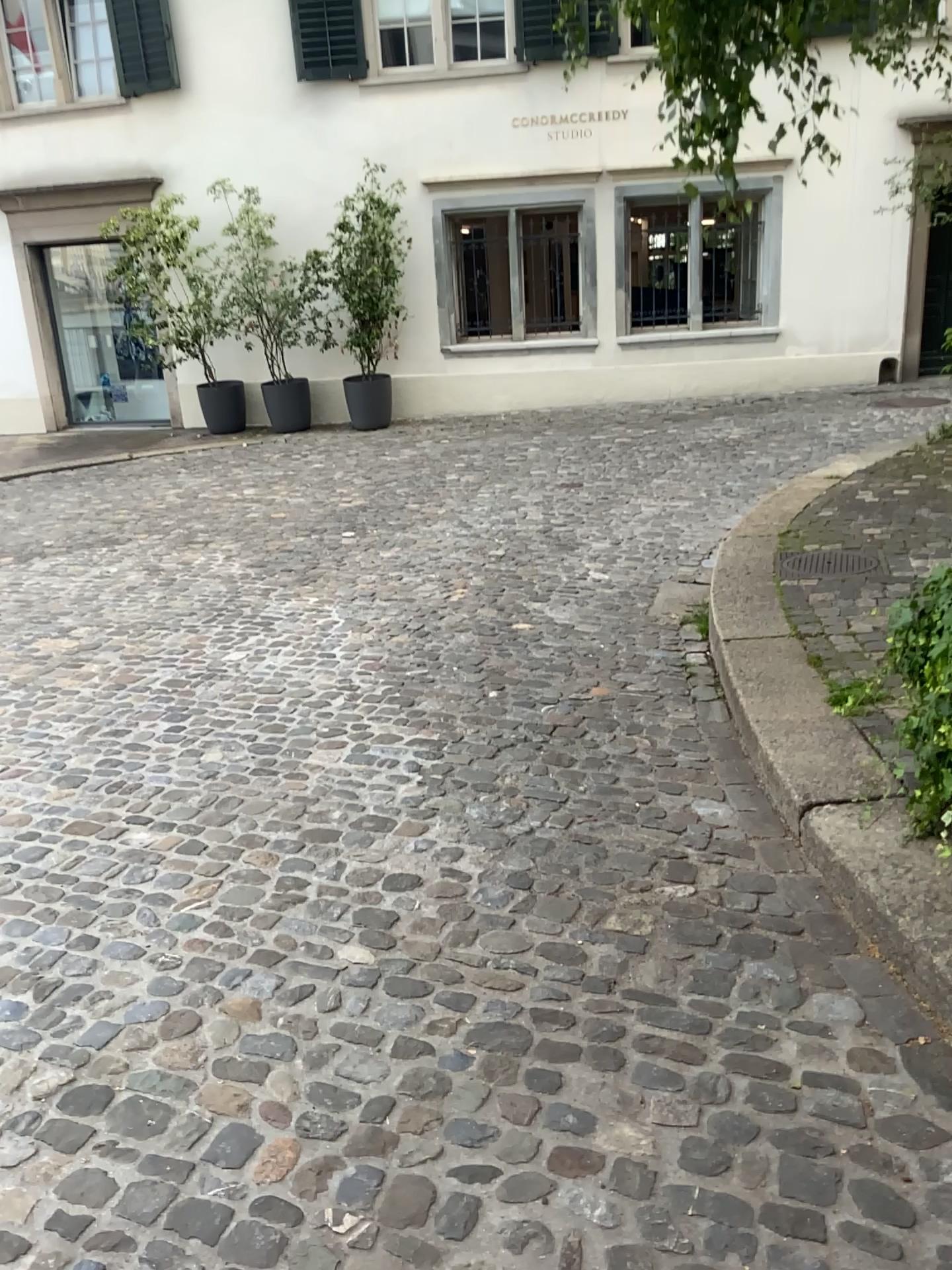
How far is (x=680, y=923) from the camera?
2.5 meters
